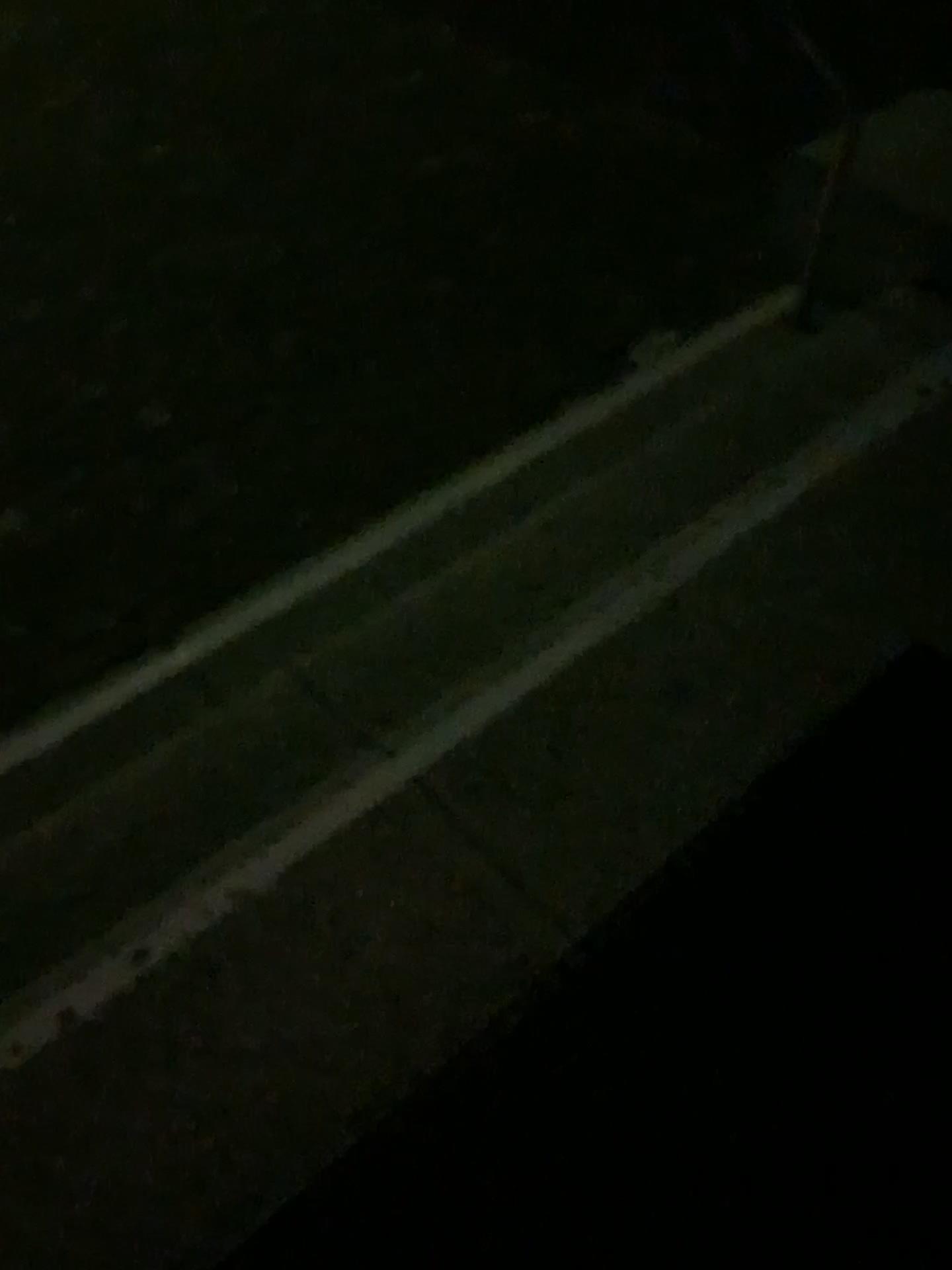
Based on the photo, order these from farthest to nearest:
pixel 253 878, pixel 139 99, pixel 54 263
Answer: pixel 139 99 < pixel 54 263 < pixel 253 878
